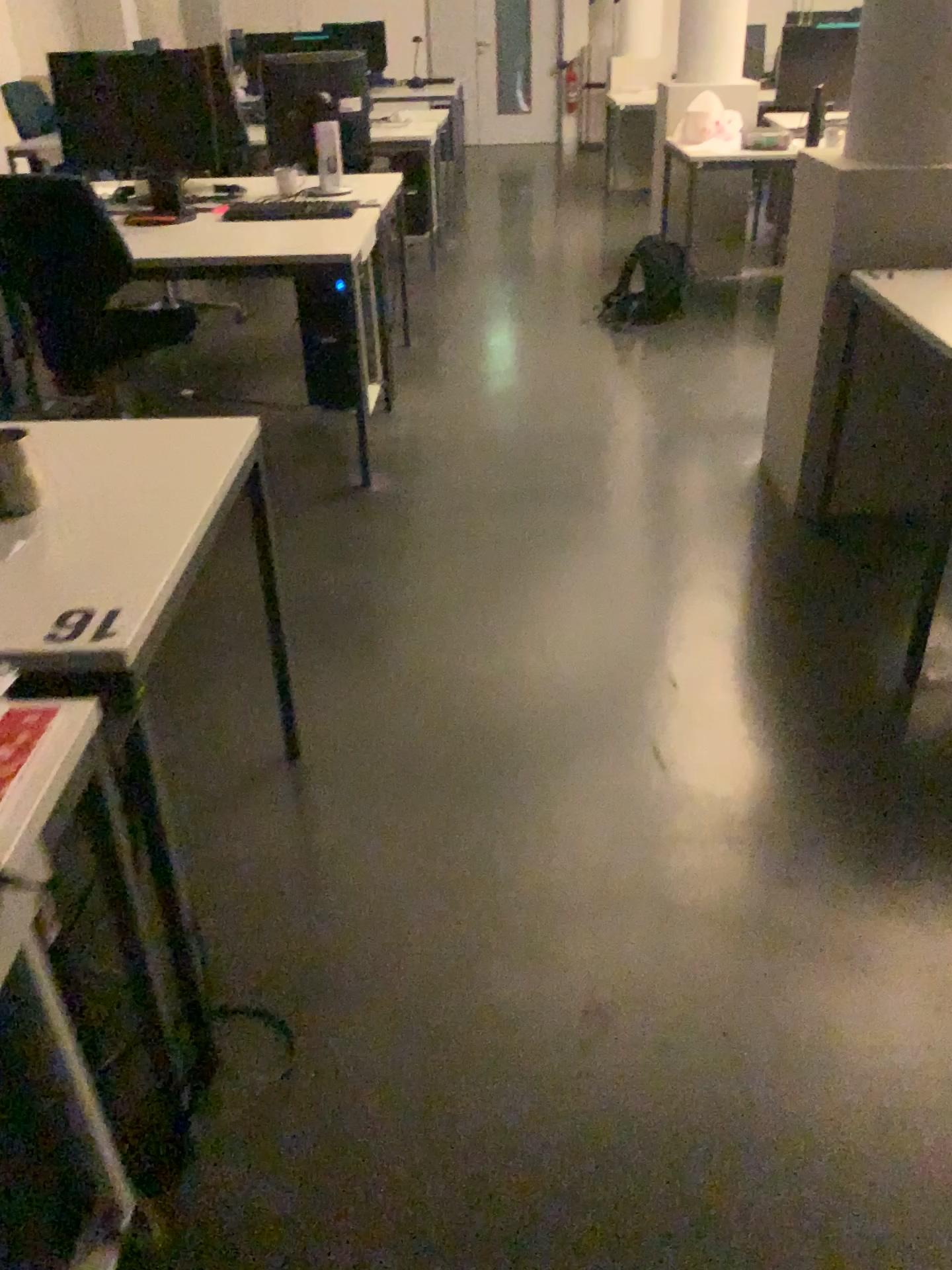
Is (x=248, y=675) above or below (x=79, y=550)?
below

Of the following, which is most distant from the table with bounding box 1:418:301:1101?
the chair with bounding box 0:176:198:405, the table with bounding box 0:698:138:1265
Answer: the chair with bounding box 0:176:198:405

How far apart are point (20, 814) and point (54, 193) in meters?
2.5

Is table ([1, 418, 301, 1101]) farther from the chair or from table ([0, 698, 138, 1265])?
the chair

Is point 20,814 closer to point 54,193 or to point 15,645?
point 15,645

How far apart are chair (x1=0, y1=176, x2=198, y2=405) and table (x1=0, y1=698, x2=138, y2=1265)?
2.2 meters

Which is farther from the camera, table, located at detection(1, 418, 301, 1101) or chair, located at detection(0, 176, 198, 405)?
chair, located at detection(0, 176, 198, 405)

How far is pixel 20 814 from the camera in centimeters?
97cm

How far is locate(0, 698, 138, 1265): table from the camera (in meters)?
0.97
